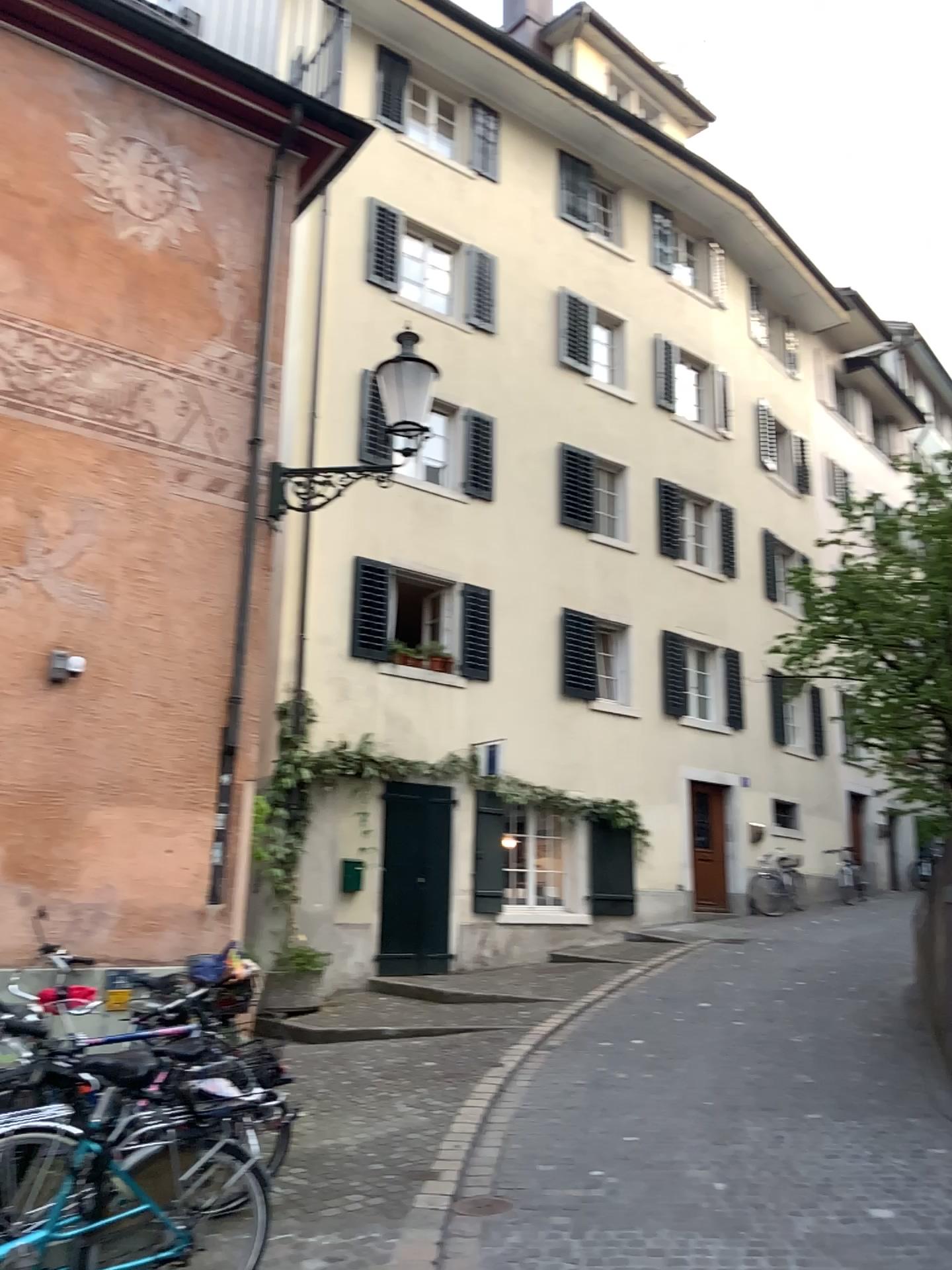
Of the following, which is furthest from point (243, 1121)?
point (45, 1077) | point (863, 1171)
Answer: point (863, 1171)
